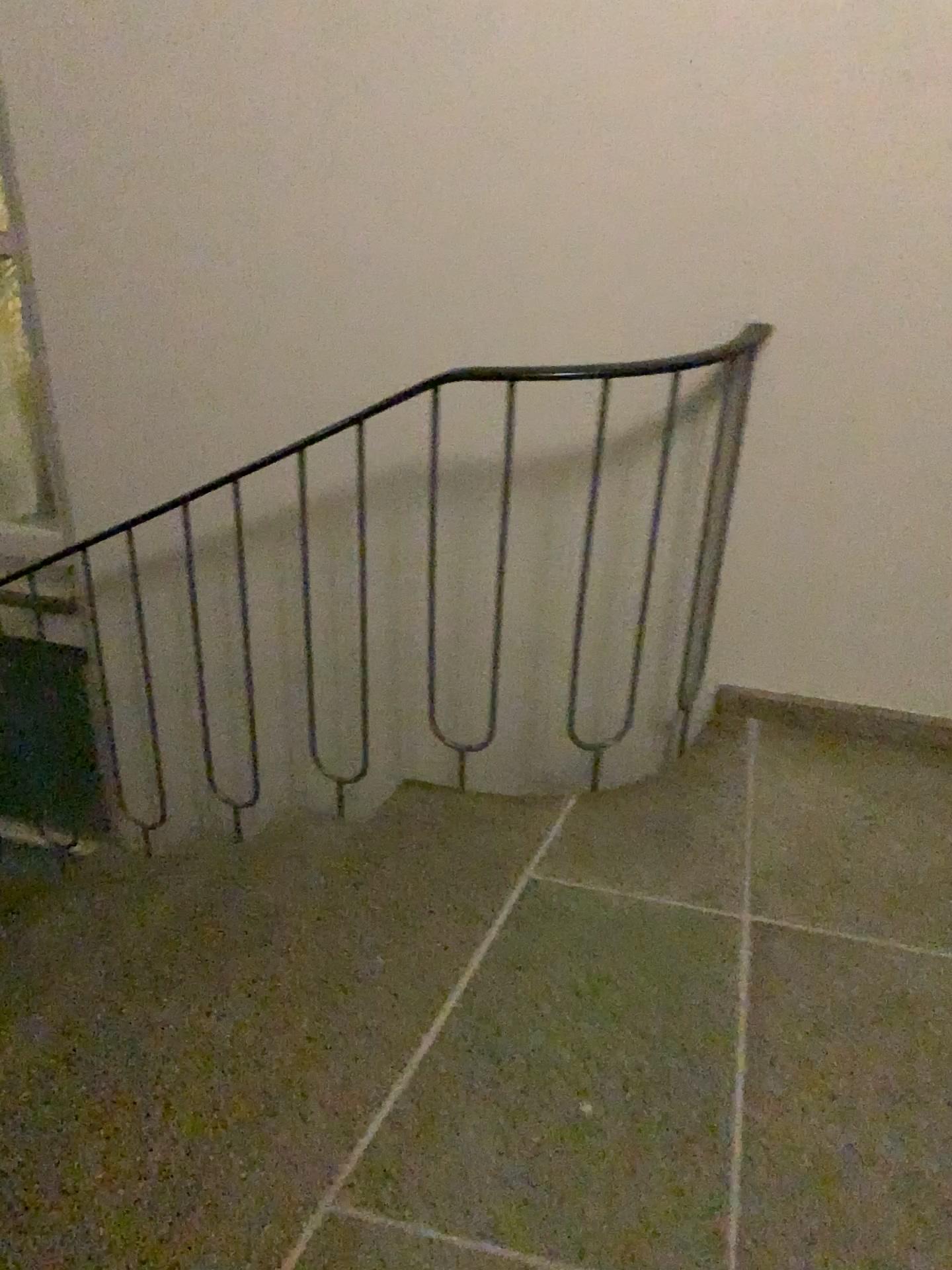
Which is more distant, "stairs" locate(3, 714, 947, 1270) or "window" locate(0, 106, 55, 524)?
"window" locate(0, 106, 55, 524)

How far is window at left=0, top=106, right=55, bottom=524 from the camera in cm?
274

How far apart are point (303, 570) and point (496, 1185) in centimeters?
Answer: 136cm

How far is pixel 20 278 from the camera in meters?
2.7 m

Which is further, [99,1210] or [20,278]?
[20,278]

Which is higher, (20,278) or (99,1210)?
(20,278)
